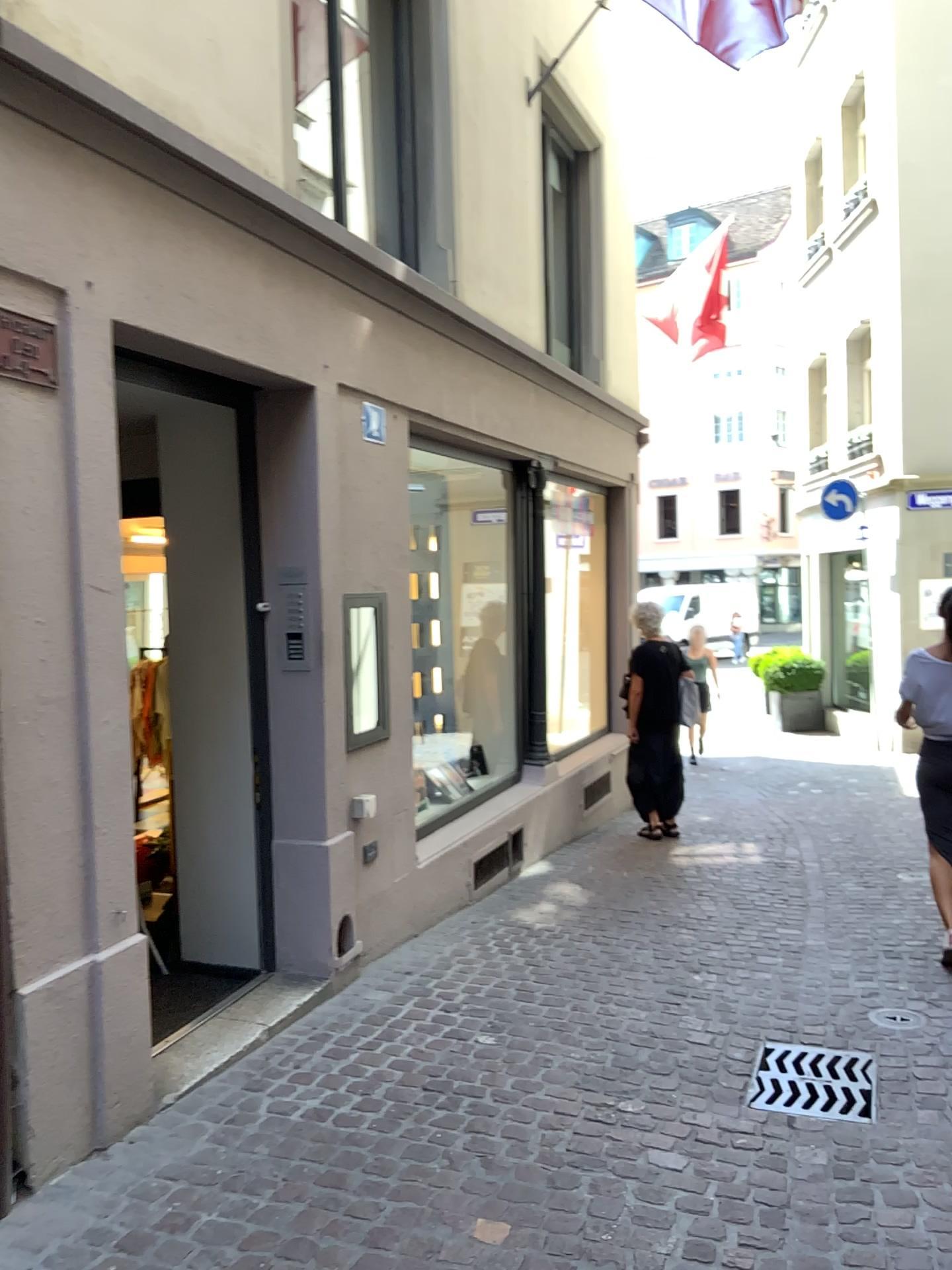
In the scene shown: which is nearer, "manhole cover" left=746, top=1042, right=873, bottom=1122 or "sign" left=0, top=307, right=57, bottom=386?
"sign" left=0, top=307, right=57, bottom=386

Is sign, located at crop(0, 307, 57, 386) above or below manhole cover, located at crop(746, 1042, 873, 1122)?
above

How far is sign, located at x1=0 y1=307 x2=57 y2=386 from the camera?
2.7 meters

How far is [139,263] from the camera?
3.11m

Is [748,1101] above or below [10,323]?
below

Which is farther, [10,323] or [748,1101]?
[748,1101]

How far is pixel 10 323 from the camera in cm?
267
